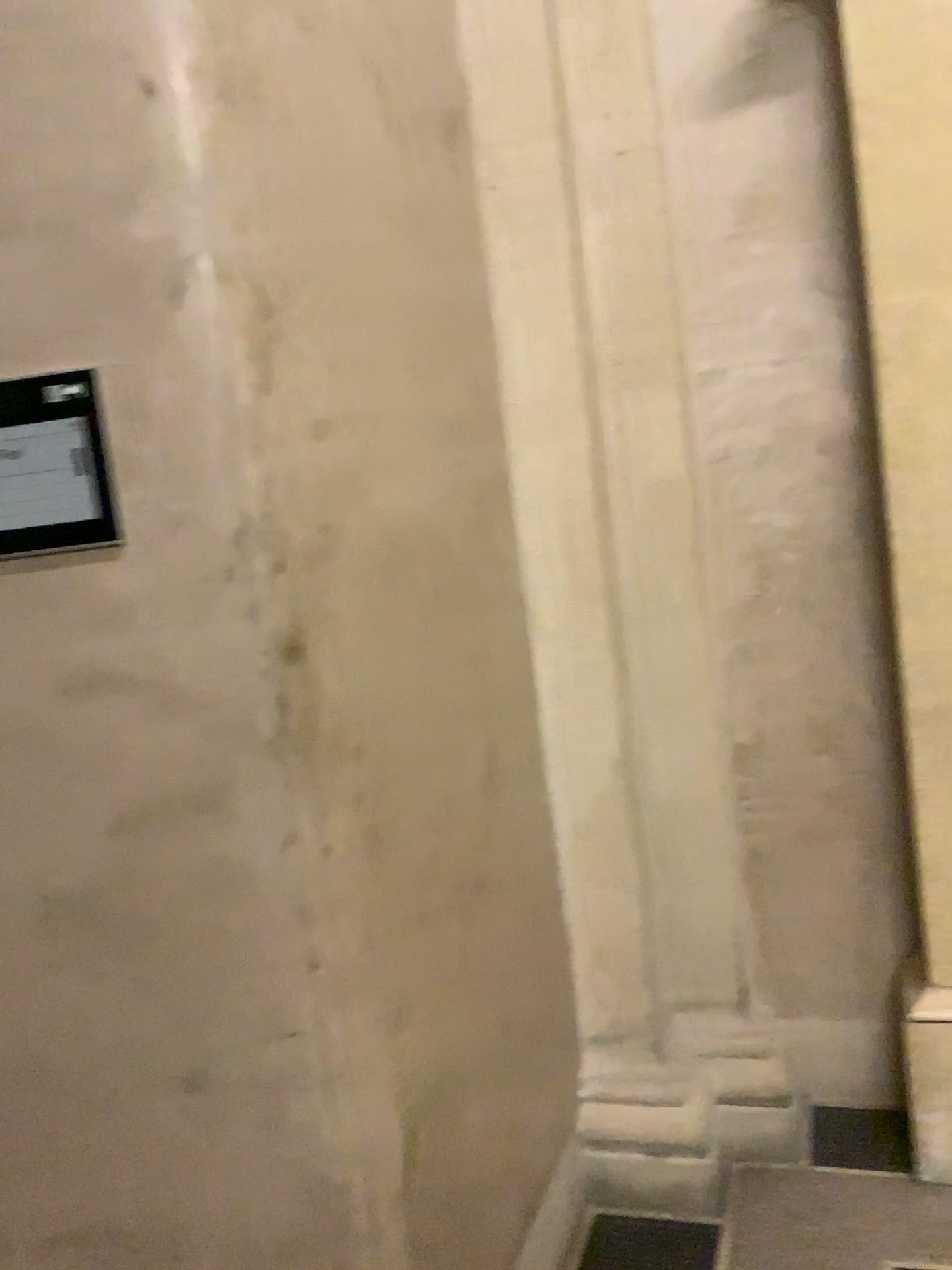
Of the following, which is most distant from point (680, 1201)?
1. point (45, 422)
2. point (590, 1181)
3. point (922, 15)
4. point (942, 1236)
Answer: point (922, 15)

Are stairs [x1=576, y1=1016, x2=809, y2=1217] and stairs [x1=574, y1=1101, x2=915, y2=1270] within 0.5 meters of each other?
yes

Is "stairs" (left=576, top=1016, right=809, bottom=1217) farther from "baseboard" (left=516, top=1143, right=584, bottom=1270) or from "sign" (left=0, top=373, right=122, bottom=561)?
"sign" (left=0, top=373, right=122, bottom=561)

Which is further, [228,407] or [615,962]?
[615,962]

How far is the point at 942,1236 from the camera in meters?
2.0

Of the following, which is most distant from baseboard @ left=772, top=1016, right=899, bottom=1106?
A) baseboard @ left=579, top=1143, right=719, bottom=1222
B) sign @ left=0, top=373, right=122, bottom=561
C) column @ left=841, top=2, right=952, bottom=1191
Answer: sign @ left=0, top=373, right=122, bottom=561

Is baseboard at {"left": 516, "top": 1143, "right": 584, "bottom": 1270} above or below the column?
below

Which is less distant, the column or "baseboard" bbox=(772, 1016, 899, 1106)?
the column

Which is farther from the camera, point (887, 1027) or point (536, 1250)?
point (887, 1027)

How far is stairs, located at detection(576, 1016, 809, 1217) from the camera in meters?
2.2 m
